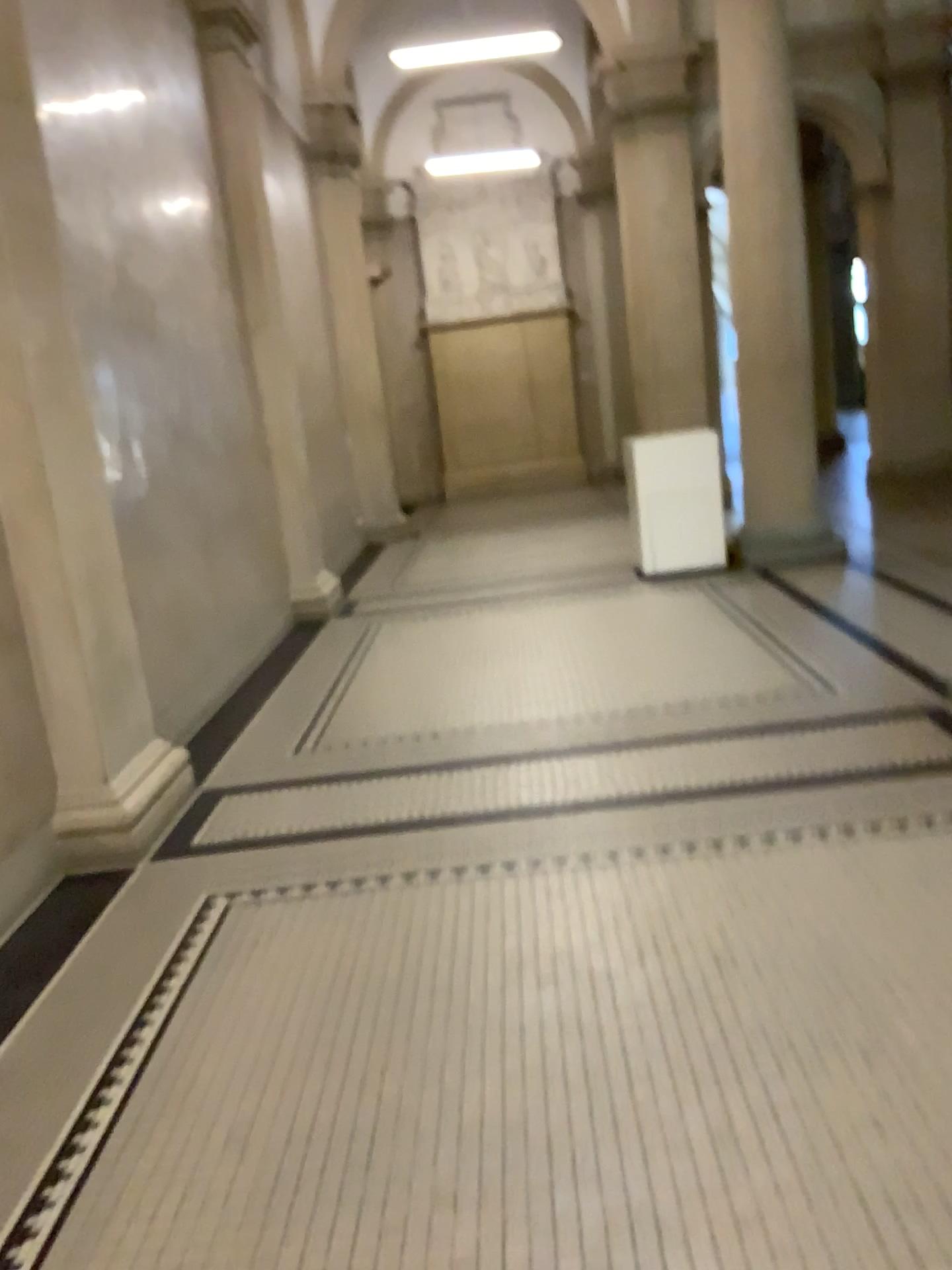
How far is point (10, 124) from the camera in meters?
3.5

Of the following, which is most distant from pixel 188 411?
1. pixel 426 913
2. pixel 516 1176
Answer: pixel 516 1176

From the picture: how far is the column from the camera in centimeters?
351cm
